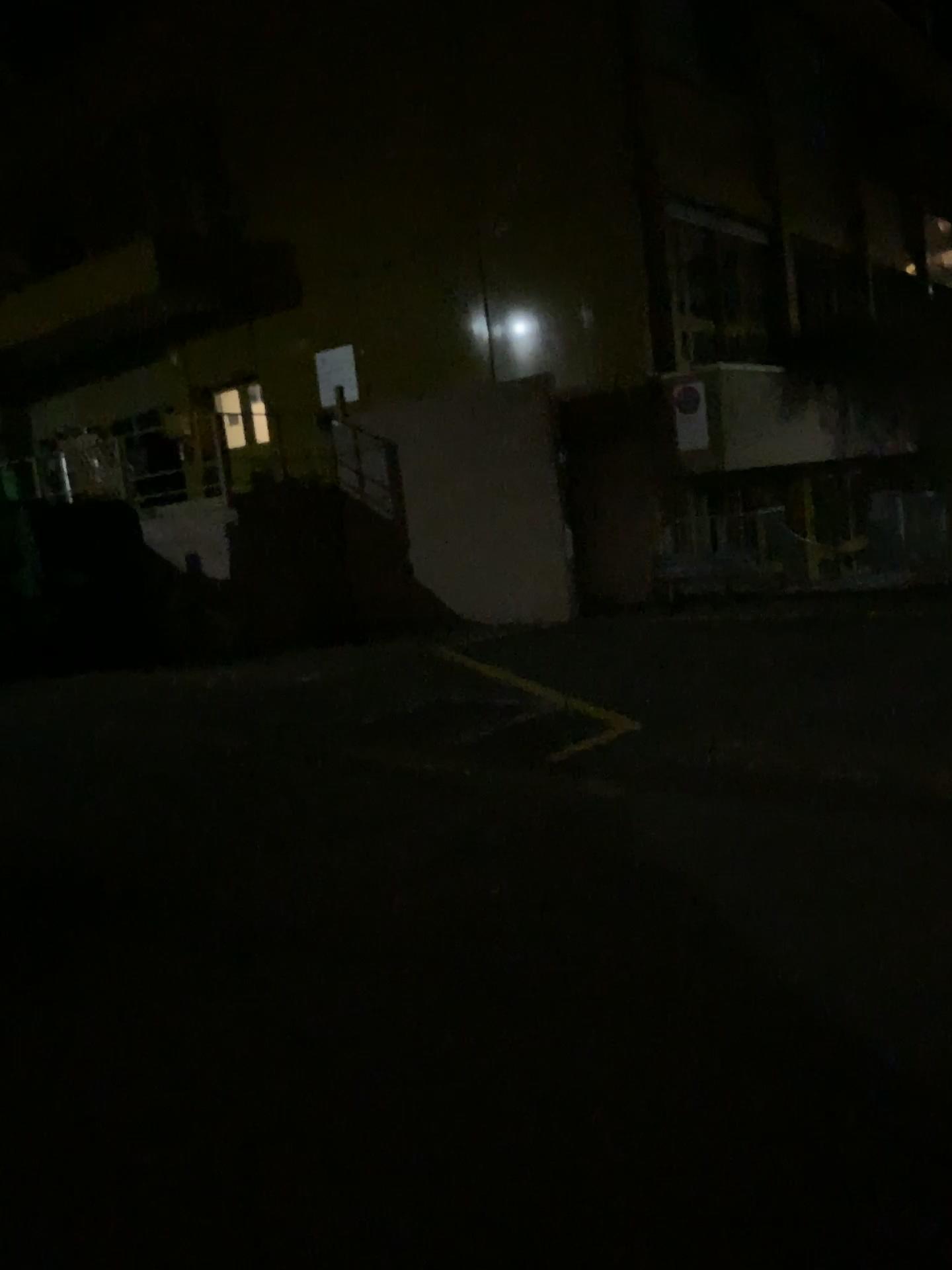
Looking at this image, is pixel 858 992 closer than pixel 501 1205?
No
